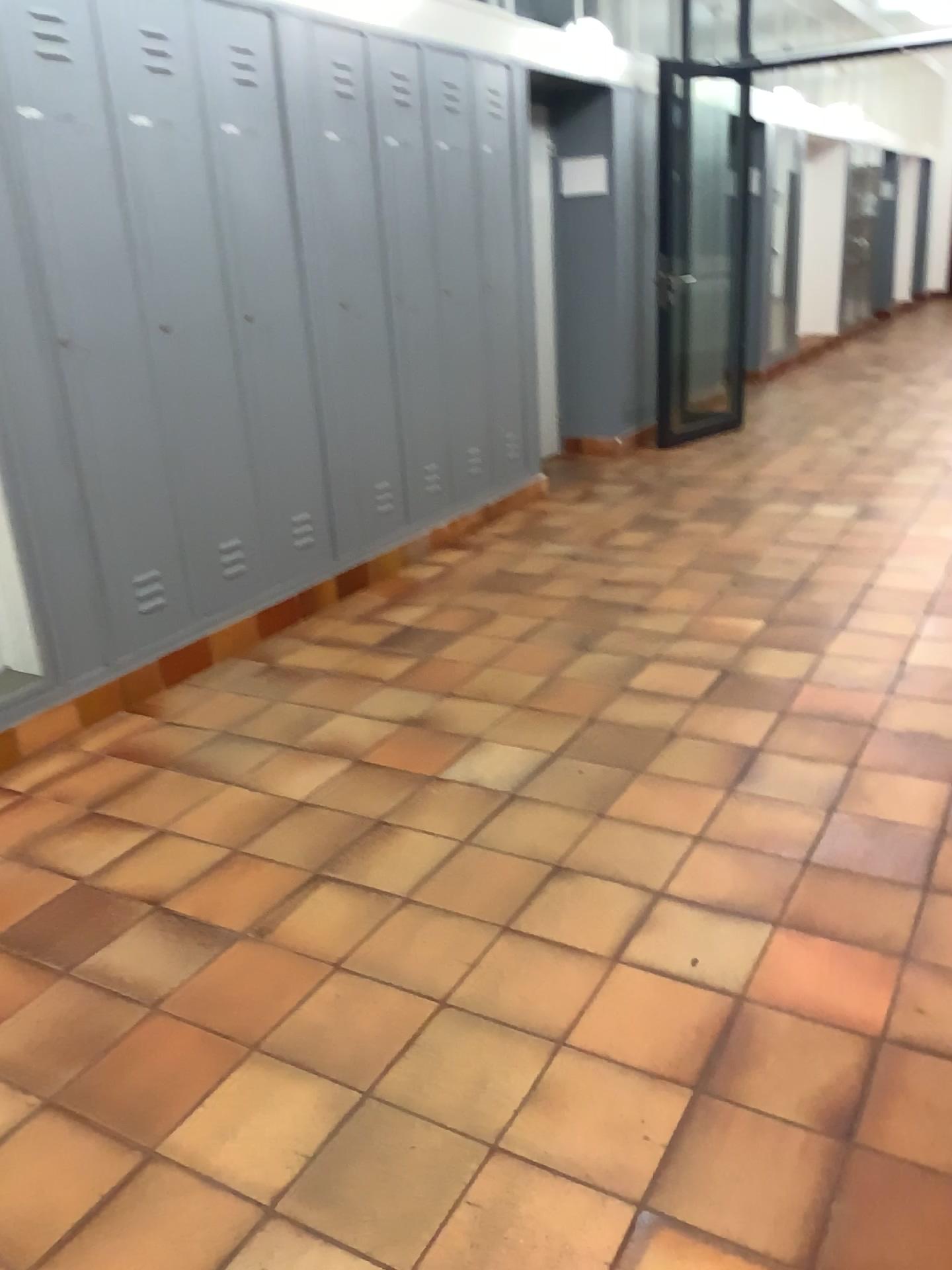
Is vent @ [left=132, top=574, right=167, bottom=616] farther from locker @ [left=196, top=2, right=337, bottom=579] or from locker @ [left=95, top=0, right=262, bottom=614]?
locker @ [left=196, top=2, right=337, bottom=579]

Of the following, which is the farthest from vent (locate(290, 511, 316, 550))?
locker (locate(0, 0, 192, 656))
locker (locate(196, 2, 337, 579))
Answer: locker (locate(0, 0, 192, 656))

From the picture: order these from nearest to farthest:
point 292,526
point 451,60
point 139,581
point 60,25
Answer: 1. point 60,25
2. point 139,581
3. point 292,526
4. point 451,60

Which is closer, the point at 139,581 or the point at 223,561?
the point at 139,581

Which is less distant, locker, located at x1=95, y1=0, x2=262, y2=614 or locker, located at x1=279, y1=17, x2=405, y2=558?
locker, located at x1=95, y1=0, x2=262, y2=614

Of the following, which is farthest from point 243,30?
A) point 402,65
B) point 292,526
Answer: point 292,526

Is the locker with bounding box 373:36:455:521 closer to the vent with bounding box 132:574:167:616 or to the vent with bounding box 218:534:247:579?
the vent with bounding box 218:534:247:579

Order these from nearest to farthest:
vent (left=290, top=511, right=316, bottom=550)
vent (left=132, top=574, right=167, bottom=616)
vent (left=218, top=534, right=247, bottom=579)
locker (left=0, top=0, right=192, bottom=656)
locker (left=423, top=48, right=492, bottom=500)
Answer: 1. locker (left=0, top=0, right=192, bottom=656)
2. vent (left=132, top=574, right=167, bottom=616)
3. vent (left=218, top=534, right=247, bottom=579)
4. vent (left=290, top=511, right=316, bottom=550)
5. locker (left=423, top=48, right=492, bottom=500)

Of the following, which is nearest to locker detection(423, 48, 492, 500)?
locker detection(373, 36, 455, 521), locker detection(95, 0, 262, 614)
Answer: locker detection(373, 36, 455, 521)

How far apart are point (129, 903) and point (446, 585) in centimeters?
236cm
